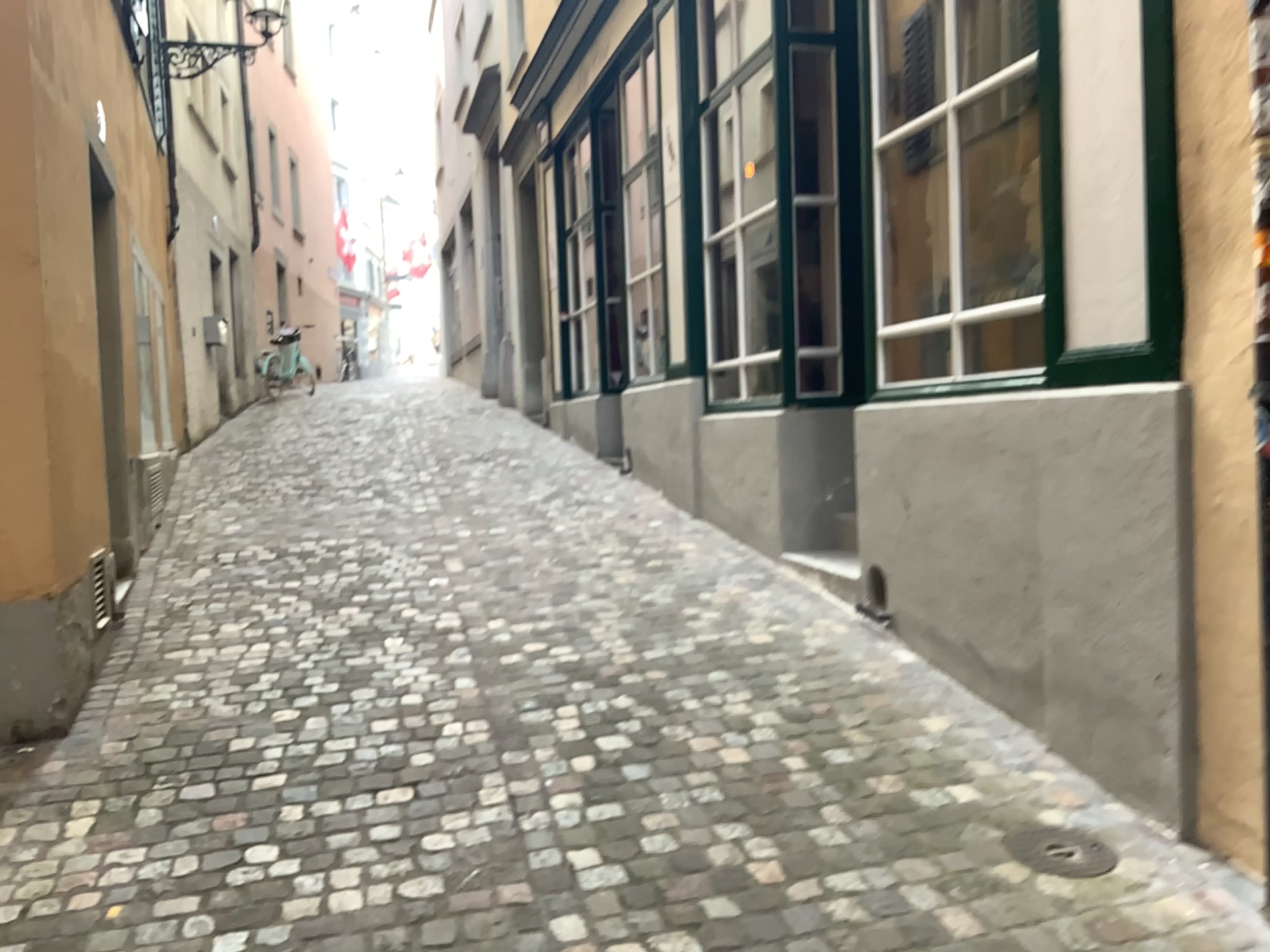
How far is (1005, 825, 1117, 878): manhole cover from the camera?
2.57m

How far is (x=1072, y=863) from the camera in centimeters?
257cm

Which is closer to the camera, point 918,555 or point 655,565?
point 918,555
